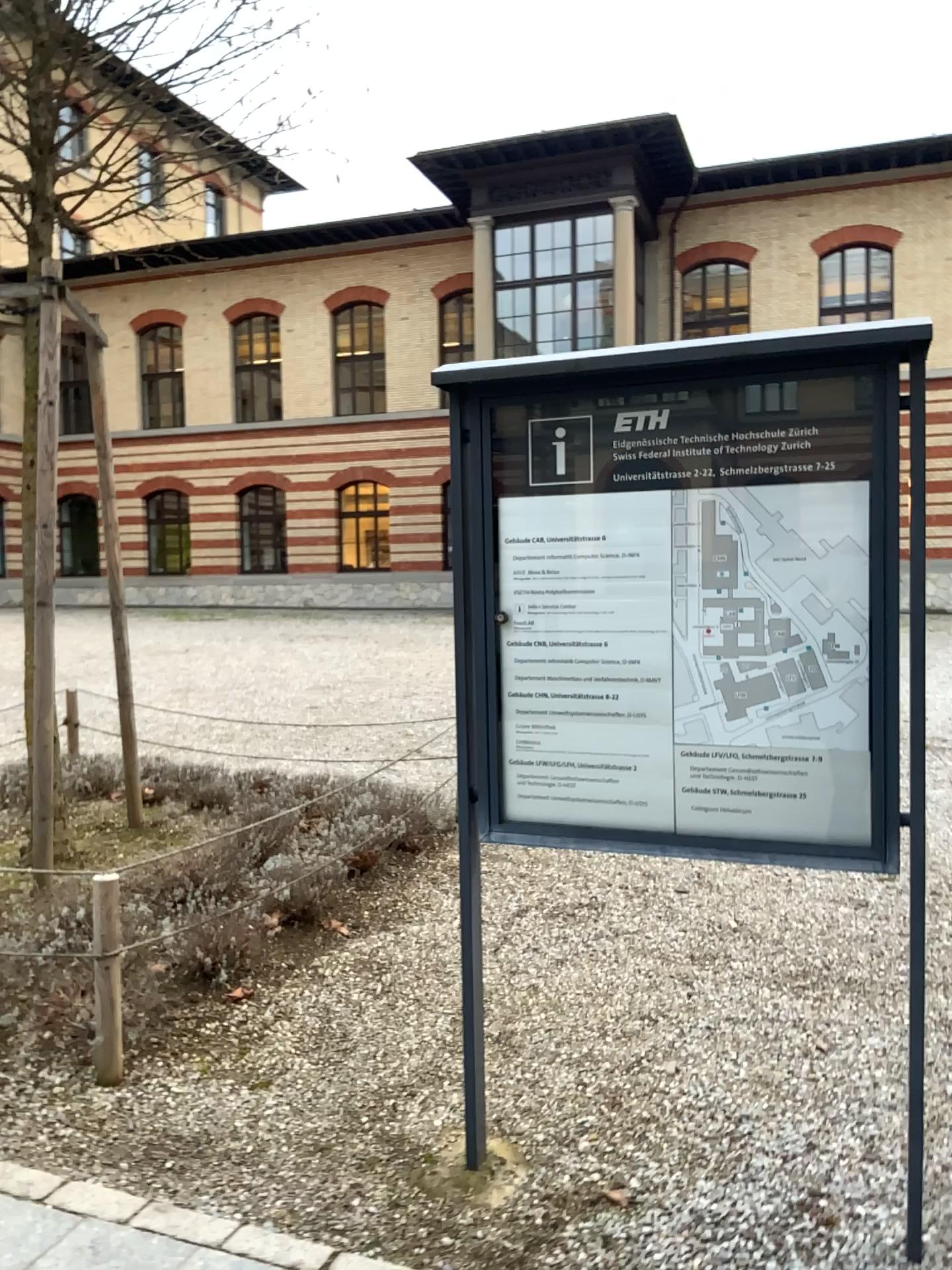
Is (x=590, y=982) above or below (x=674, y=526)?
below
